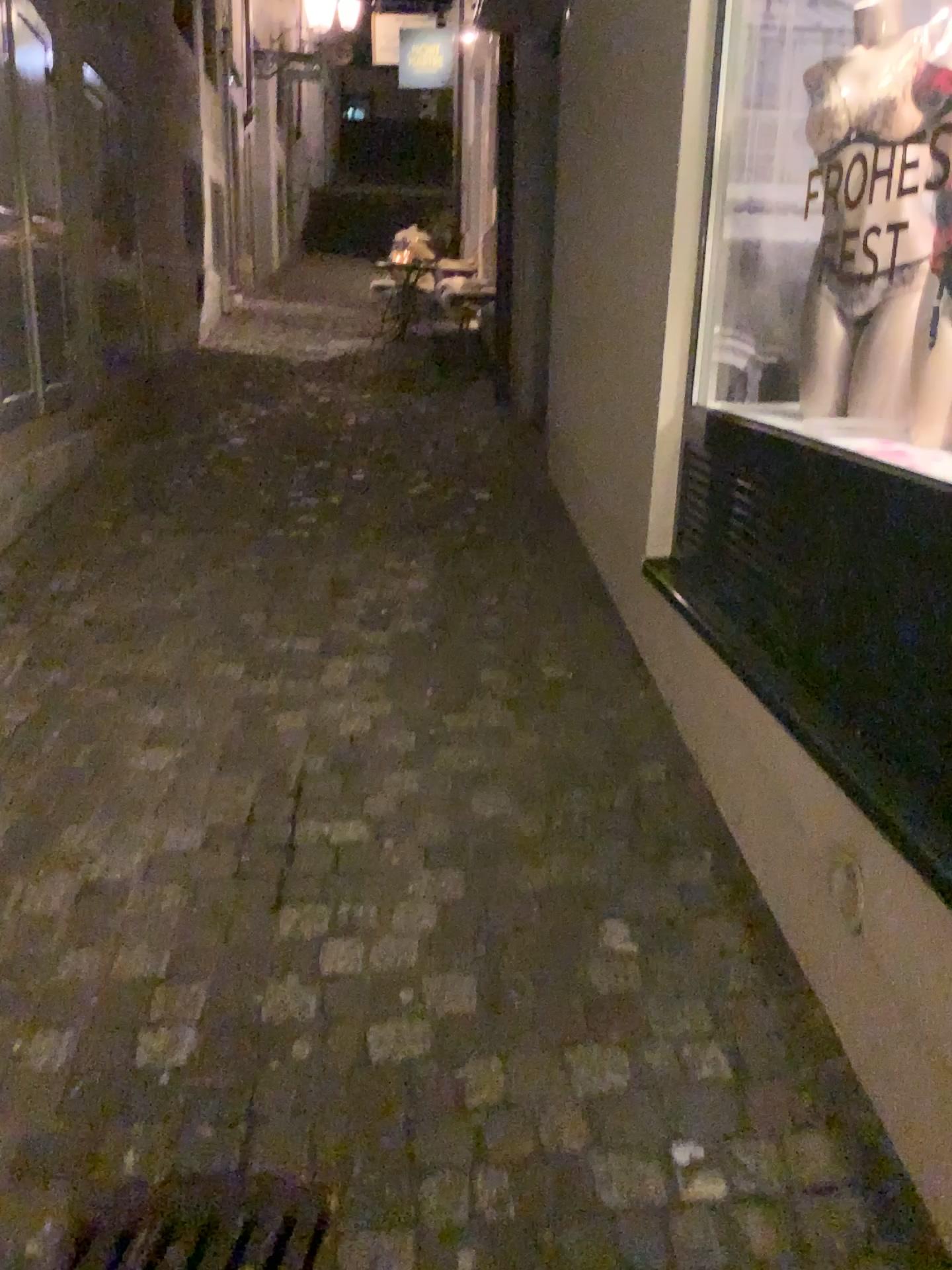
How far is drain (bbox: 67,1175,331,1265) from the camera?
1.5 meters

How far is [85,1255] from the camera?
1.5m

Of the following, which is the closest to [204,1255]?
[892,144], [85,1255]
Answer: [85,1255]

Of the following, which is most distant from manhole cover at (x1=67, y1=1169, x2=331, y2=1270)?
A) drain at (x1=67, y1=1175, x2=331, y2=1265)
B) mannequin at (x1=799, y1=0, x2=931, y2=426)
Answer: mannequin at (x1=799, y1=0, x2=931, y2=426)

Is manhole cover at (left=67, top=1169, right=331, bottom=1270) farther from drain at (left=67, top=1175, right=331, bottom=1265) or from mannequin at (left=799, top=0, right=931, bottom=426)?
mannequin at (left=799, top=0, right=931, bottom=426)

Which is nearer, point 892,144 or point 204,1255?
point 204,1255

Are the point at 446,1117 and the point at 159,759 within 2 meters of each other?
yes

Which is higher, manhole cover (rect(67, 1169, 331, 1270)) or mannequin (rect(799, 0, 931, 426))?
mannequin (rect(799, 0, 931, 426))

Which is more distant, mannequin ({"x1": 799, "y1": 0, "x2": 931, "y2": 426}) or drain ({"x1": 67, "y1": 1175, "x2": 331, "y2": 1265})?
mannequin ({"x1": 799, "y1": 0, "x2": 931, "y2": 426})

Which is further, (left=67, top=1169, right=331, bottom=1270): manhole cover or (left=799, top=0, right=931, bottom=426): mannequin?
(left=799, top=0, right=931, bottom=426): mannequin
